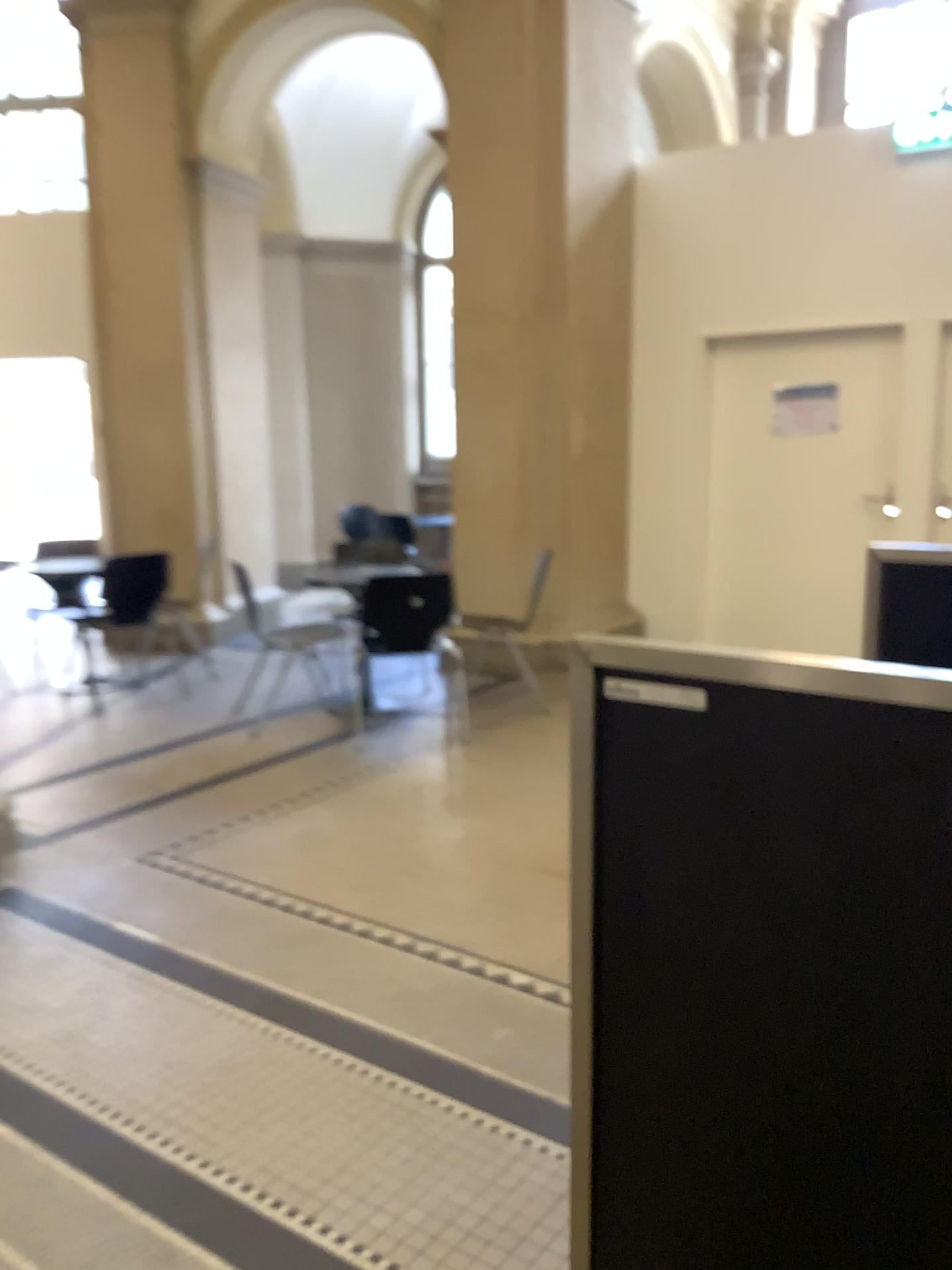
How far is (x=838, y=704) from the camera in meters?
1.1 m

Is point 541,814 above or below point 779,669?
below

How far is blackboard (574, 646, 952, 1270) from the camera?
1.06m
